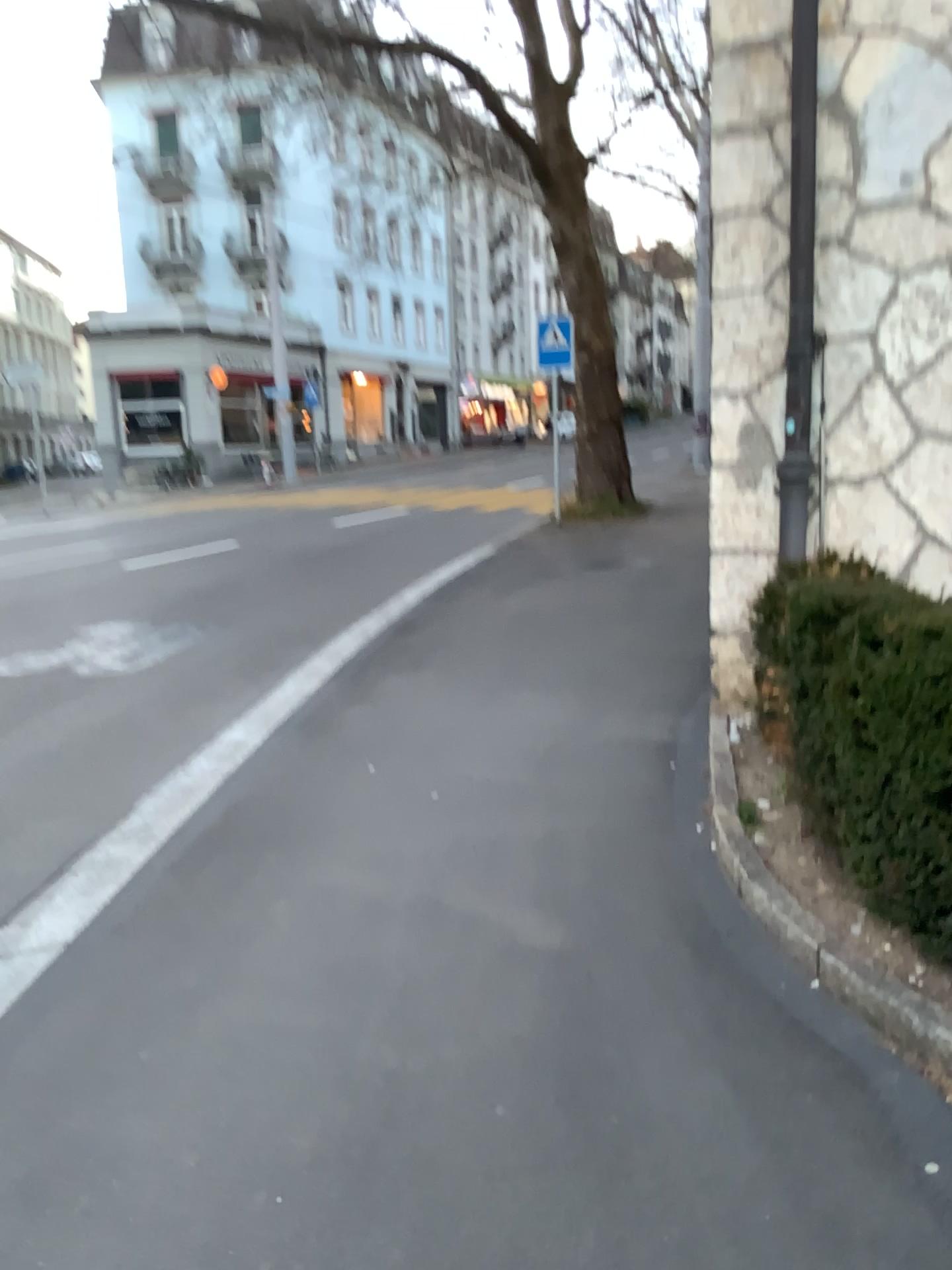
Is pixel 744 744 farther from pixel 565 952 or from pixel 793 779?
pixel 565 952
